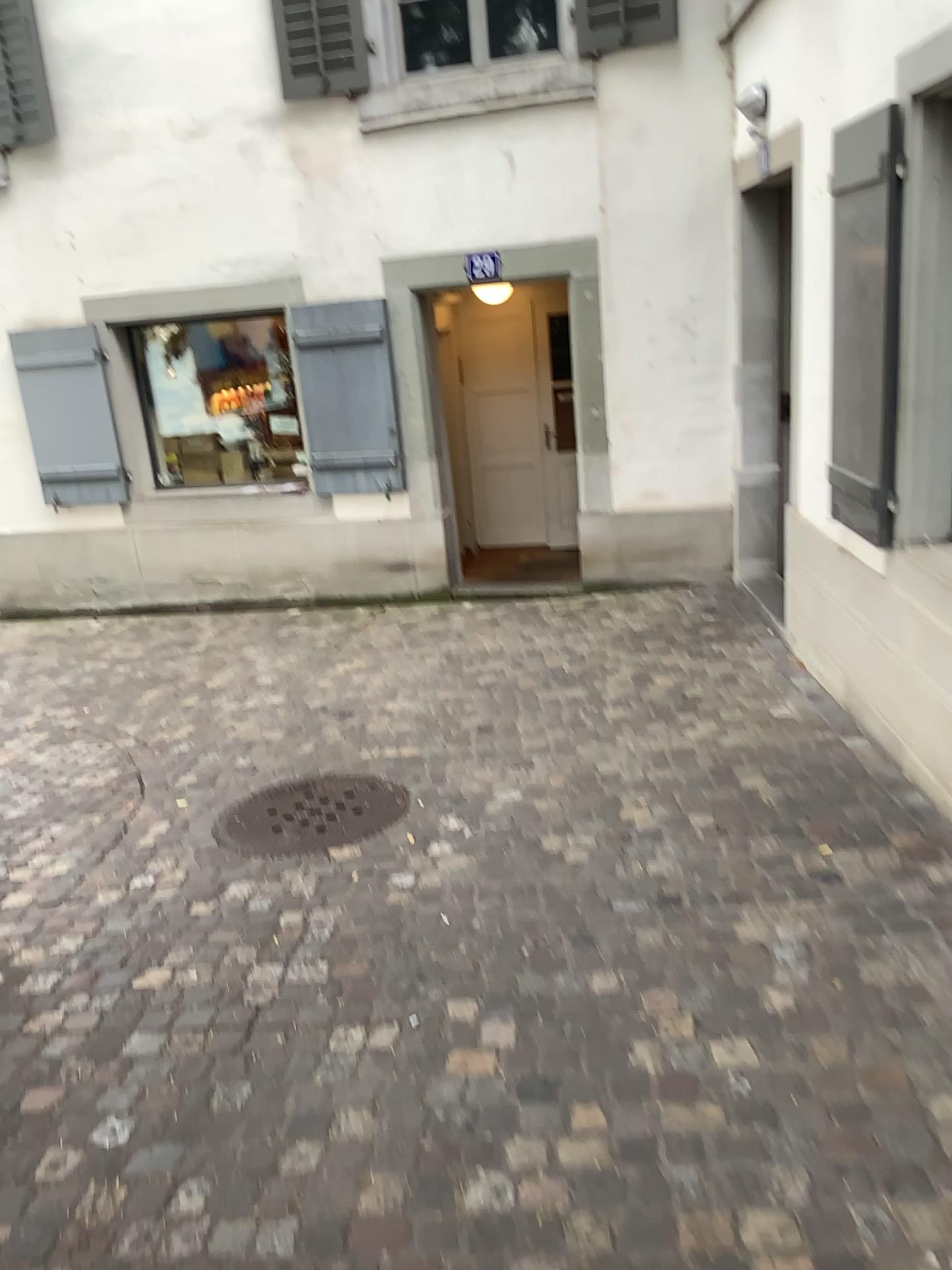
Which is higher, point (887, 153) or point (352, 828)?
point (887, 153)

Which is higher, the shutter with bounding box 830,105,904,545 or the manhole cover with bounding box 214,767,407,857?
the shutter with bounding box 830,105,904,545

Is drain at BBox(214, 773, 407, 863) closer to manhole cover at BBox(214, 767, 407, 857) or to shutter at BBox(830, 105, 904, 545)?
manhole cover at BBox(214, 767, 407, 857)

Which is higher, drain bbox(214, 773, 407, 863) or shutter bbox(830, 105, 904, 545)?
shutter bbox(830, 105, 904, 545)

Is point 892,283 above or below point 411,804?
above

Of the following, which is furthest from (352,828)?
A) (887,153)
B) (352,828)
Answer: (887,153)

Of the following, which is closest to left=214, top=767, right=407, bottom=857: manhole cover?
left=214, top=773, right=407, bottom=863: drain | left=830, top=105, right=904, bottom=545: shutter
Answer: left=214, top=773, right=407, bottom=863: drain

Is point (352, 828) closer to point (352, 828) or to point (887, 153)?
point (352, 828)
